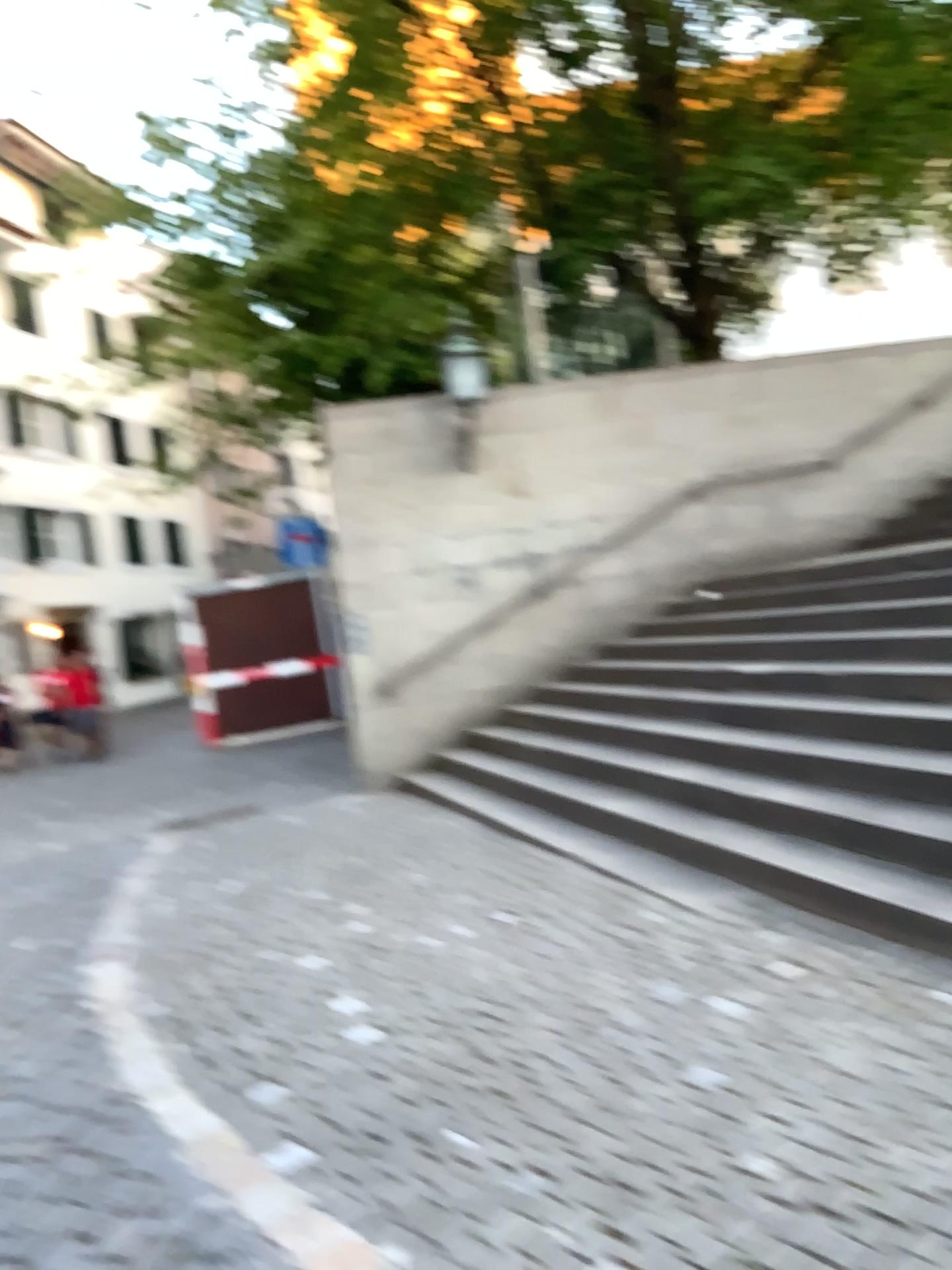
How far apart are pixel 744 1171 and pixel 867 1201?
0.29m
